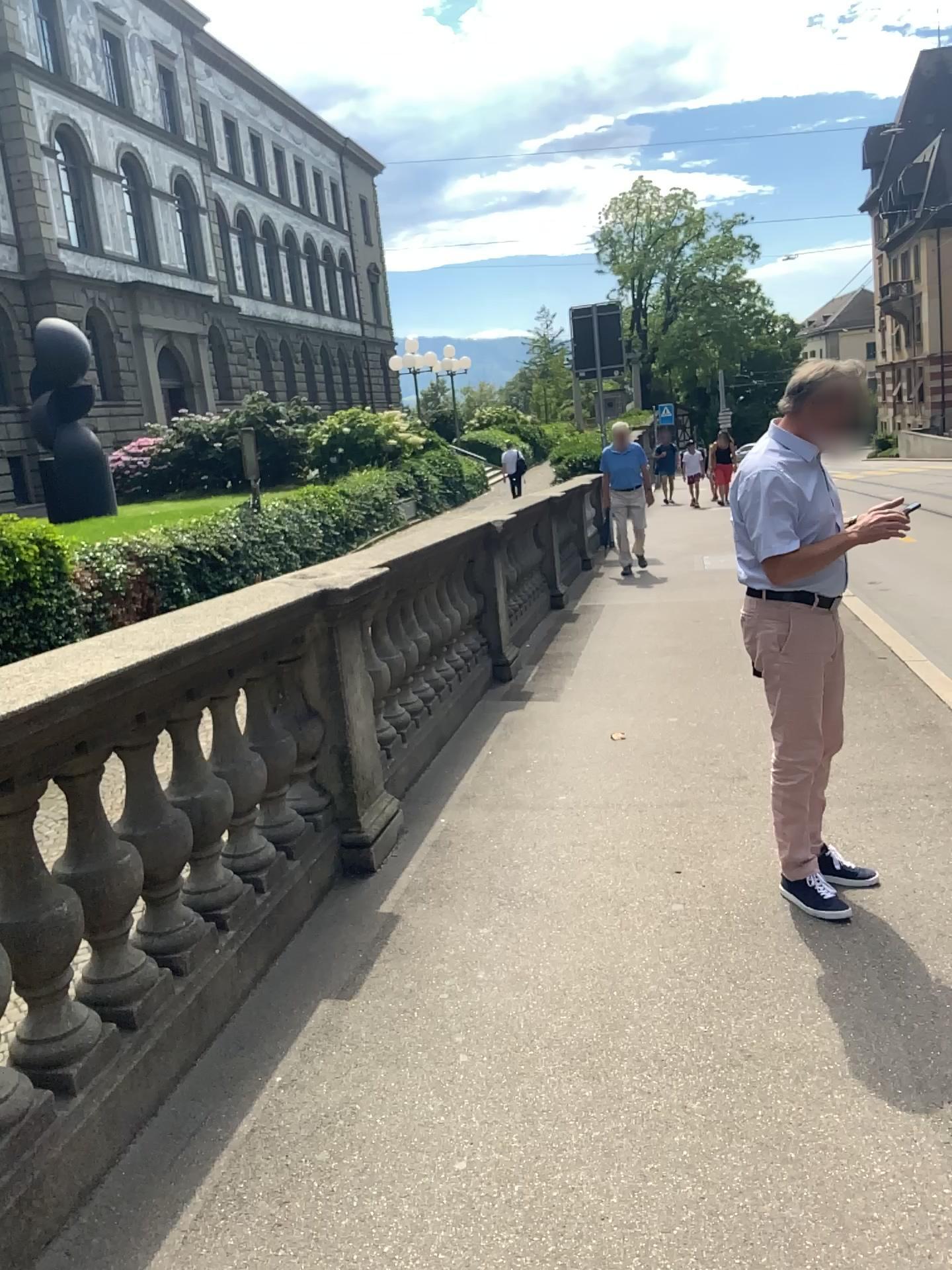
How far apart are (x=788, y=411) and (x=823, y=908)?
1.5m

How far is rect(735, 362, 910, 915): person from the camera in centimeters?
310cm

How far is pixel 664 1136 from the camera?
2.2m

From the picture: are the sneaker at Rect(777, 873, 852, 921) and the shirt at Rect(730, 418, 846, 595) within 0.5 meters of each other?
no

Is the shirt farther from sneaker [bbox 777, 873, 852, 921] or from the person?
sneaker [bbox 777, 873, 852, 921]

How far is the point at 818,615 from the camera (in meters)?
3.17

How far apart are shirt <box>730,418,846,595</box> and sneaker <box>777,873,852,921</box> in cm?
92

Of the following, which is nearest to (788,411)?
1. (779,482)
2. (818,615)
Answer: (779,482)

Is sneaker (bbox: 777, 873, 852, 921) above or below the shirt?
below

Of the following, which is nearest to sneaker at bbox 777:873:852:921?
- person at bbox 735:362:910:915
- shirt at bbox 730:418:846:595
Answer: person at bbox 735:362:910:915
